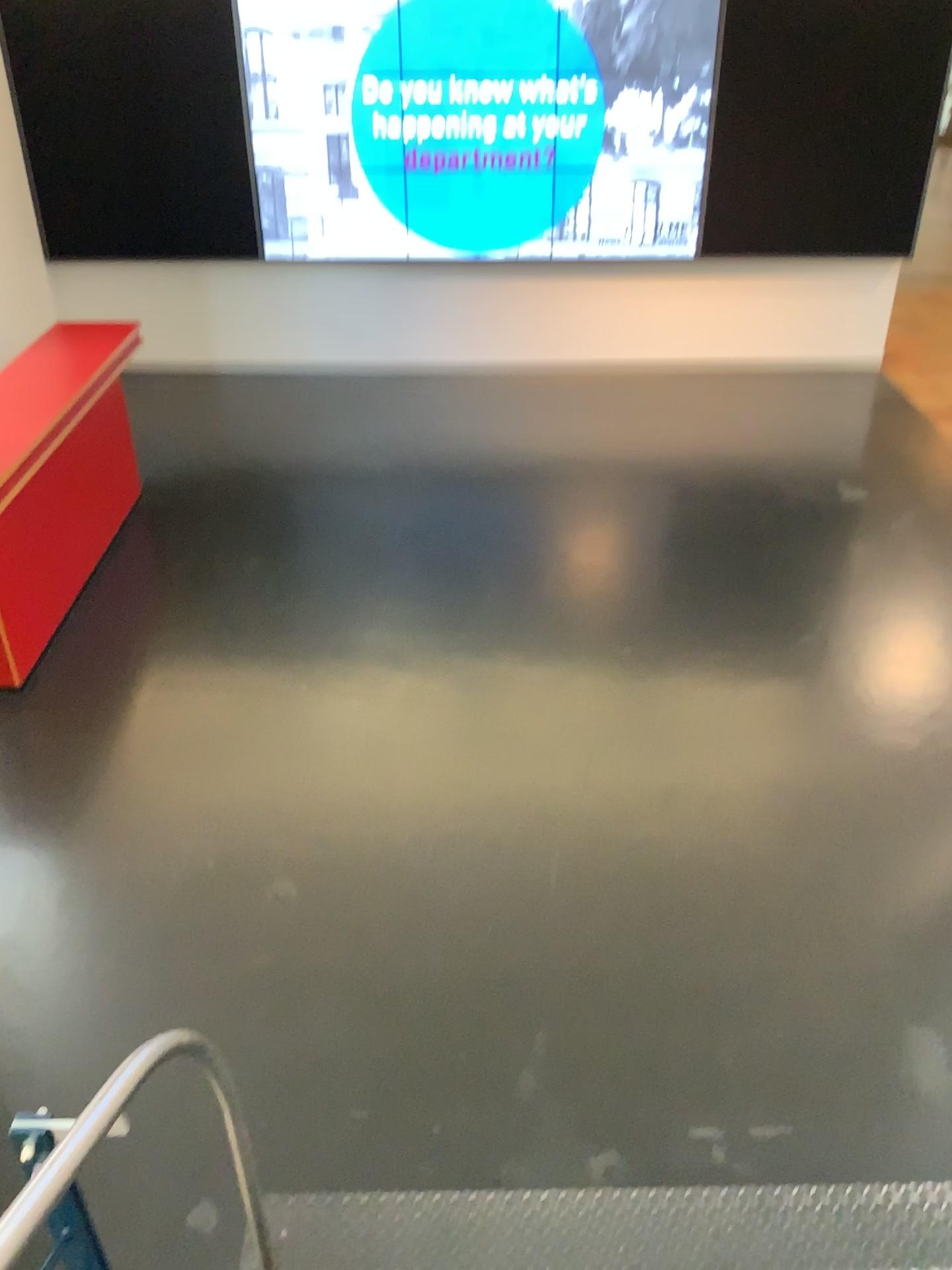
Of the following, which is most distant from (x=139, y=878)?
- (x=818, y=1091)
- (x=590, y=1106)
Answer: (x=818, y=1091)
